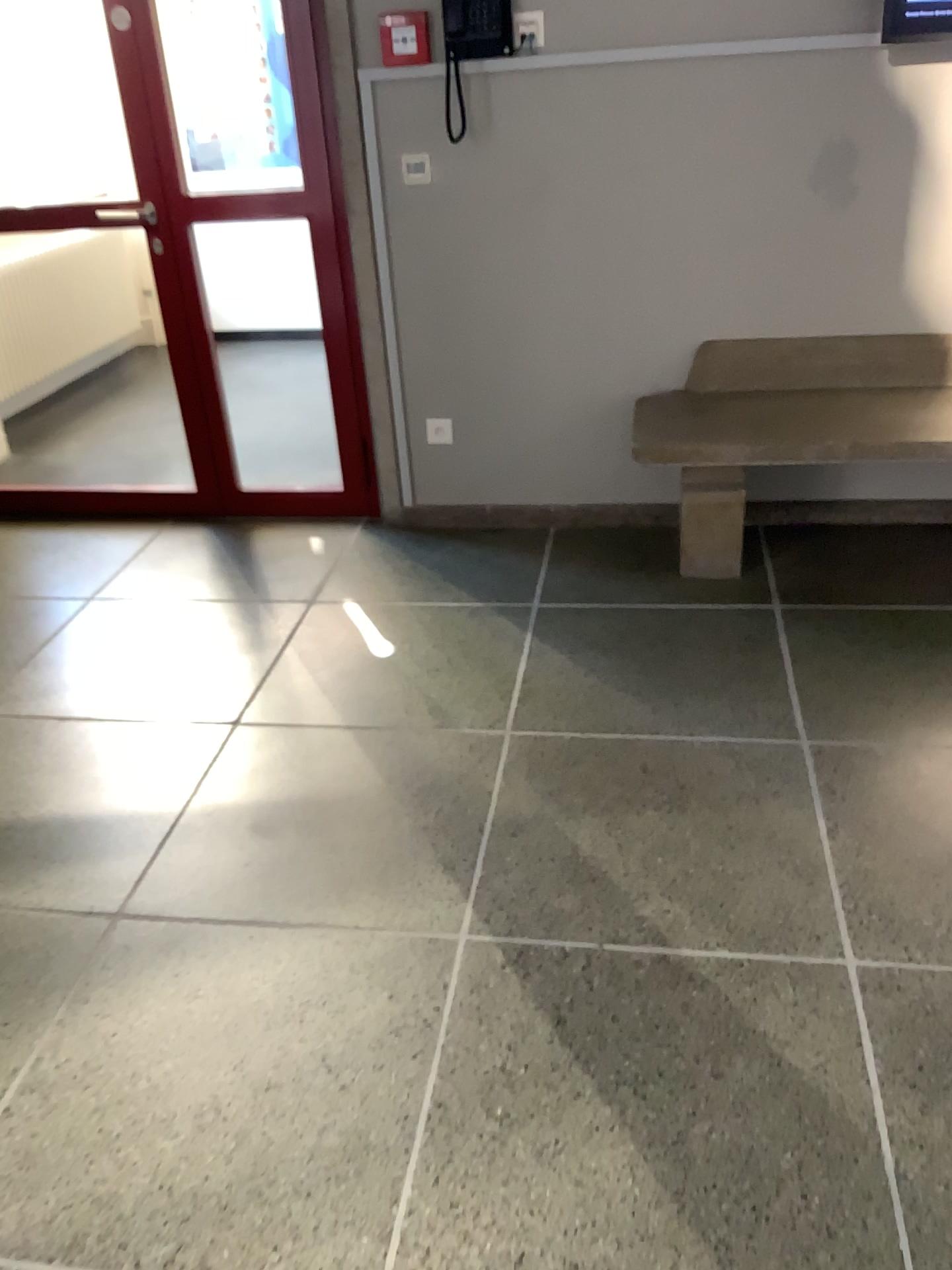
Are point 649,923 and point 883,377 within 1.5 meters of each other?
no

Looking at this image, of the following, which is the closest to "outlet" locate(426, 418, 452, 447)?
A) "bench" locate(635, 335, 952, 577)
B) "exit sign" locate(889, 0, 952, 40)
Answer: "bench" locate(635, 335, 952, 577)

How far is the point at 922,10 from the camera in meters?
2.8 m

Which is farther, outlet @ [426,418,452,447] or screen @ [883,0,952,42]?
outlet @ [426,418,452,447]

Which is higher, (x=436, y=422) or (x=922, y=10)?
(x=922, y=10)

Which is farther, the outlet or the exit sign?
the outlet

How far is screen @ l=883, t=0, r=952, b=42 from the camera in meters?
2.8 m

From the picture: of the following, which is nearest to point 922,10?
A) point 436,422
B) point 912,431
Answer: point 912,431

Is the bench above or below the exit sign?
below

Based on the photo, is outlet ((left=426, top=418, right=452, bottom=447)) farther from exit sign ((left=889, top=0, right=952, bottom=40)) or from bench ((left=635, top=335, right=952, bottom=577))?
exit sign ((left=889, top=0, right=952, bottom=40))
